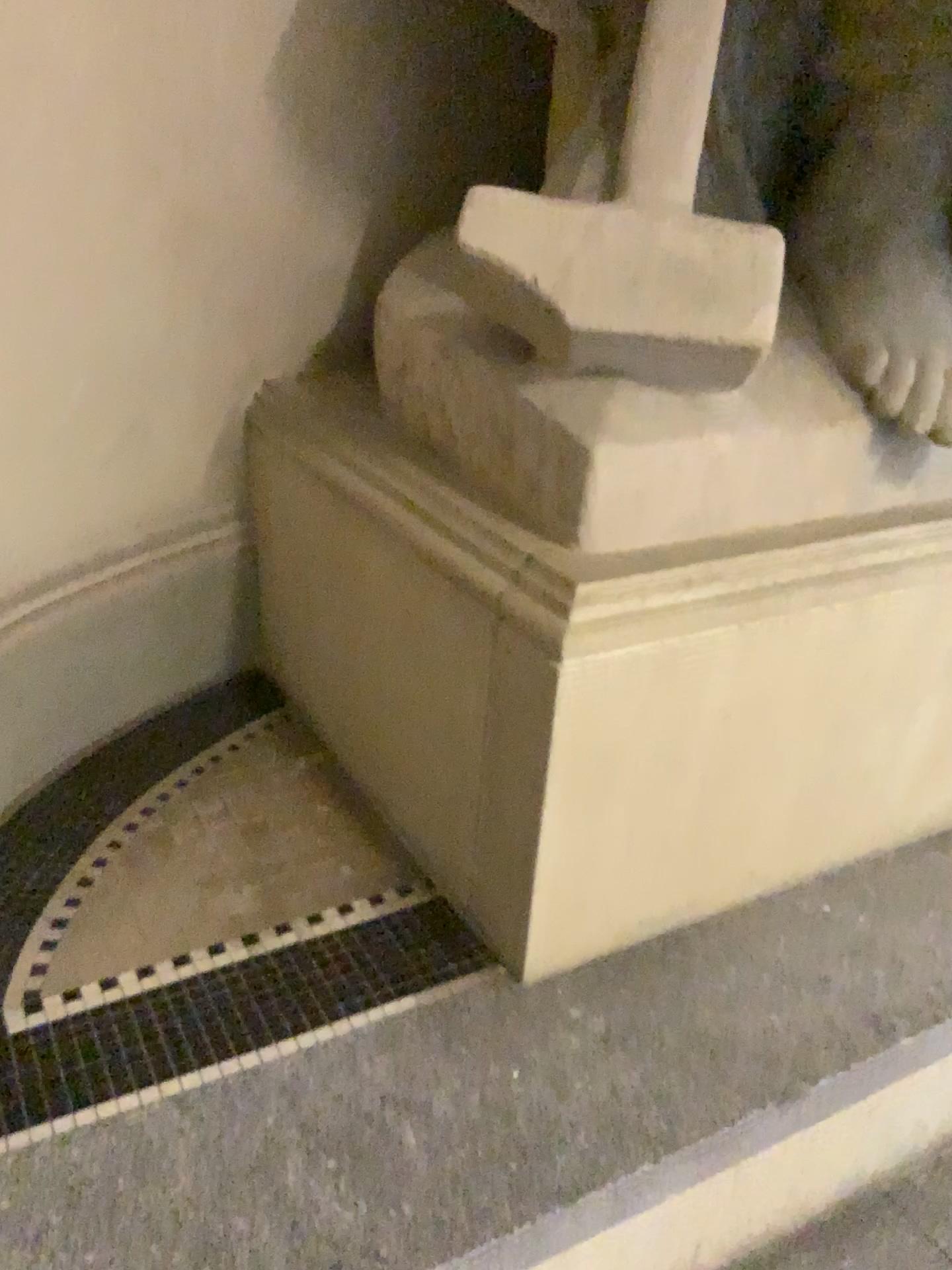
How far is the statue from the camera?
1.3 meters

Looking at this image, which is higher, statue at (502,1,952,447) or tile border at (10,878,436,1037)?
statue at (502,1,952,447)

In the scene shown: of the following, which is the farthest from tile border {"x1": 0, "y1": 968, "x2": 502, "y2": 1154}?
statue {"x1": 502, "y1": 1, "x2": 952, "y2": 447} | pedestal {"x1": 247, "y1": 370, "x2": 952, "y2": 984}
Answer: statue {"x1": 502, "y1": 1, "x2": 952, "y2": 447}

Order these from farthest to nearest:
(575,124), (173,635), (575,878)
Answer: (173,635), (575,124), (575,878)

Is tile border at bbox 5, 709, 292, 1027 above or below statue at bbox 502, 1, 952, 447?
below

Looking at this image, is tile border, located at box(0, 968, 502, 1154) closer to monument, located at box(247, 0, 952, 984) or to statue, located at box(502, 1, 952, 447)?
monument, located at box(247, 0, 952, 984)

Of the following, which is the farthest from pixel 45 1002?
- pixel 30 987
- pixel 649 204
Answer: pixel 649 204

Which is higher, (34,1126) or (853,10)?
(853,10)

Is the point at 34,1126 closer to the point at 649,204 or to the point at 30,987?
the point at 30,987

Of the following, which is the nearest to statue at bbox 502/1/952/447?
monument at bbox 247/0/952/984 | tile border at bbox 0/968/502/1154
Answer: monument at bbox 247/0/952/984
